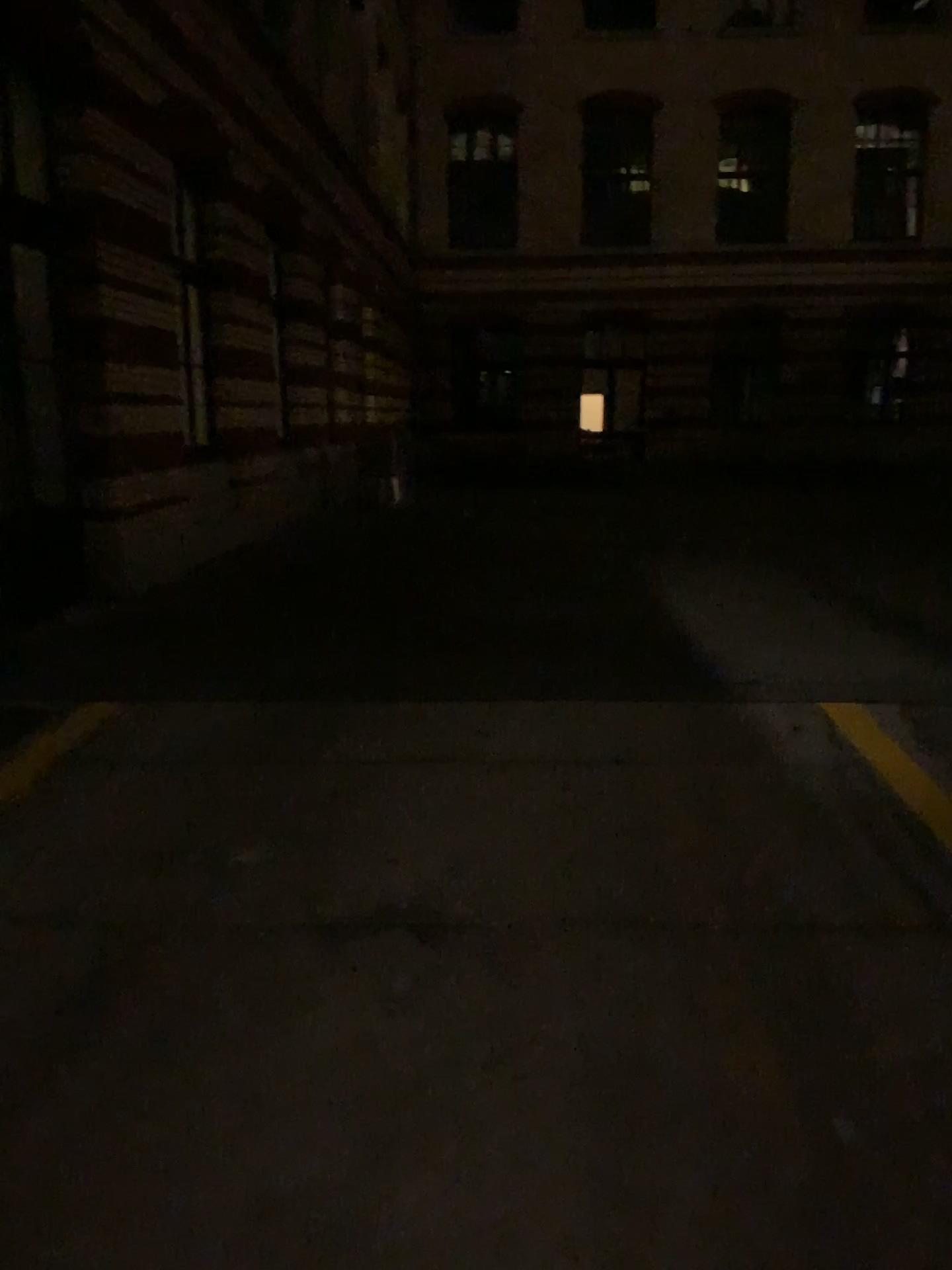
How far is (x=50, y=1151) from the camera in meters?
2.1
